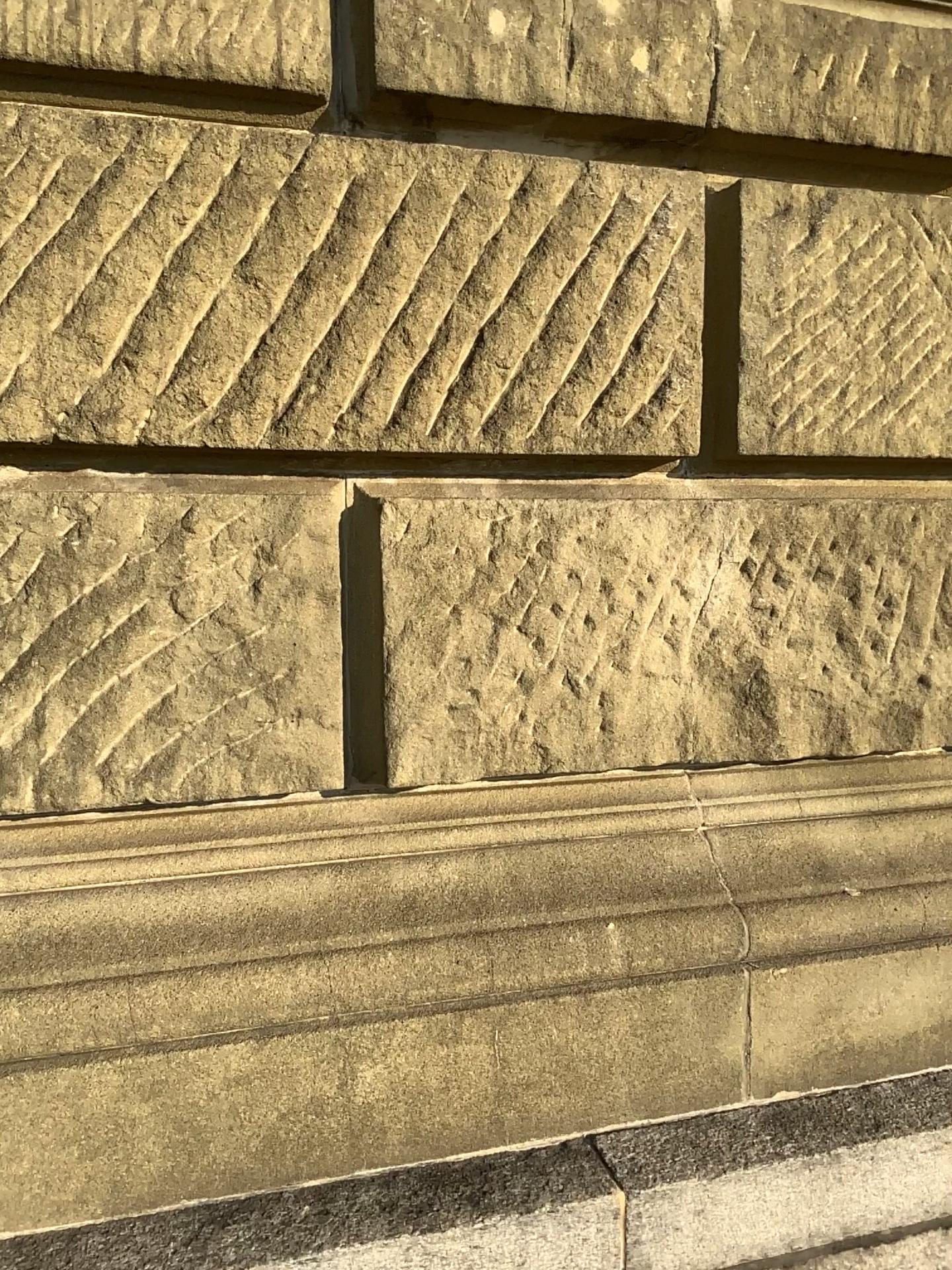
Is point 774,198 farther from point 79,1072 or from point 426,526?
point 79,1072

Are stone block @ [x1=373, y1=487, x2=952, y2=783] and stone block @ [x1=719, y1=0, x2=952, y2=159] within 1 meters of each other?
yes

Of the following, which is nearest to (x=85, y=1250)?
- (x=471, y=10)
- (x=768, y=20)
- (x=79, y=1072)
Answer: (x=79, y=1072)

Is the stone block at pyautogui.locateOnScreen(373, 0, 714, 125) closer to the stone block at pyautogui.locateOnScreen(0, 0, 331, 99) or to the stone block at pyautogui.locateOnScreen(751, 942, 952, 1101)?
the stone block at pyautogui.locateOnScreen(0, 0, 331, 99)

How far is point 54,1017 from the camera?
1.4m

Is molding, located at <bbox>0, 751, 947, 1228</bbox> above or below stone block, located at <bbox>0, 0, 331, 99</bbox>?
below

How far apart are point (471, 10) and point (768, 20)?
0.5 meters

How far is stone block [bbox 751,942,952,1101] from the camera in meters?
1.7 m

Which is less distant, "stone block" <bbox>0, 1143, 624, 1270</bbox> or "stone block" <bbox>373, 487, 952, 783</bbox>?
"stone block" <bbox>0, 1143, 624, 1270</bbox>

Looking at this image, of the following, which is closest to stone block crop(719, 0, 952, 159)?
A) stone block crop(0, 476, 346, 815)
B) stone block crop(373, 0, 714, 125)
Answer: stone block crop(373, 0, 714, 125)
